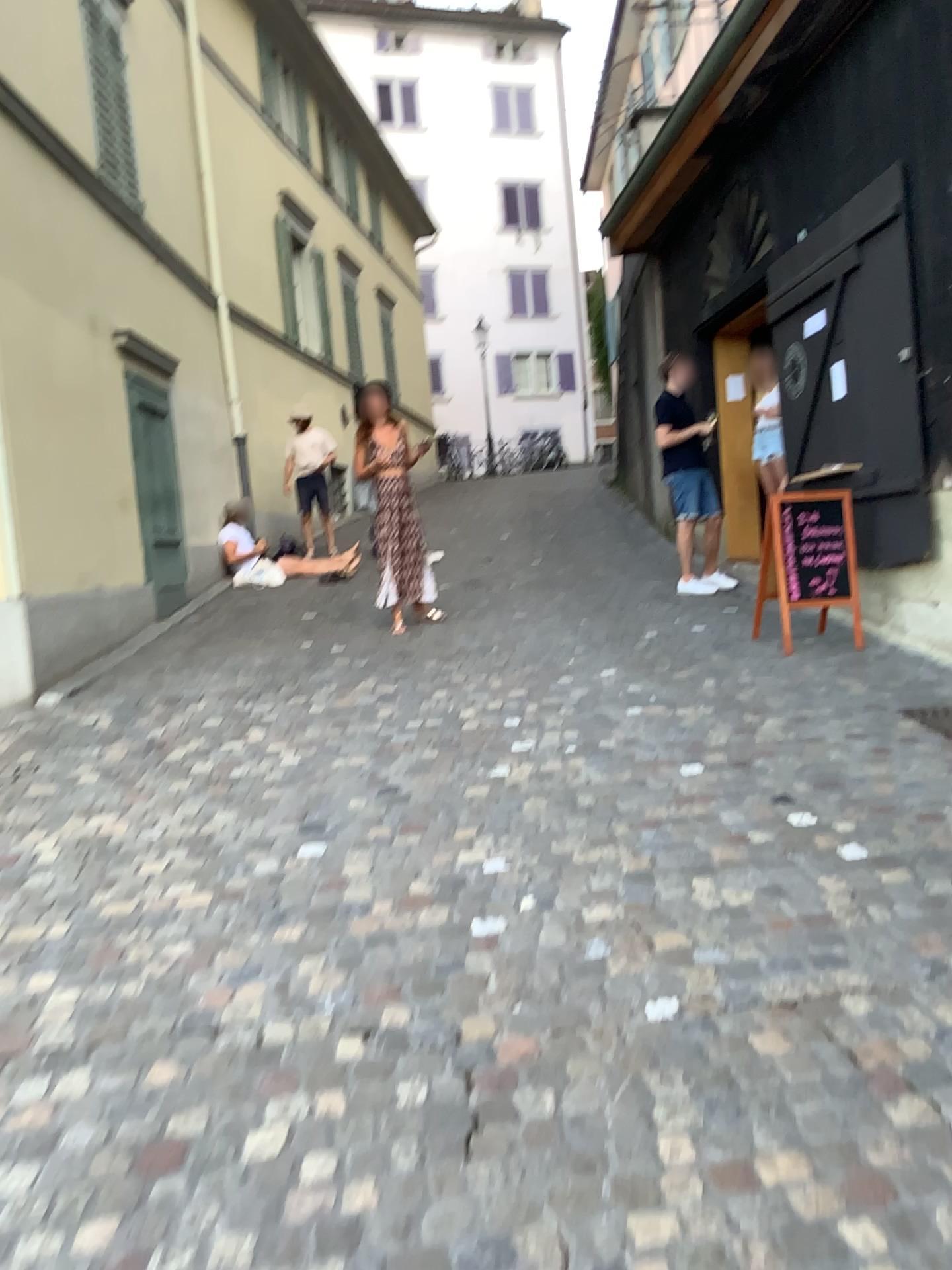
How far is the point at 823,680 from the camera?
5.48m
